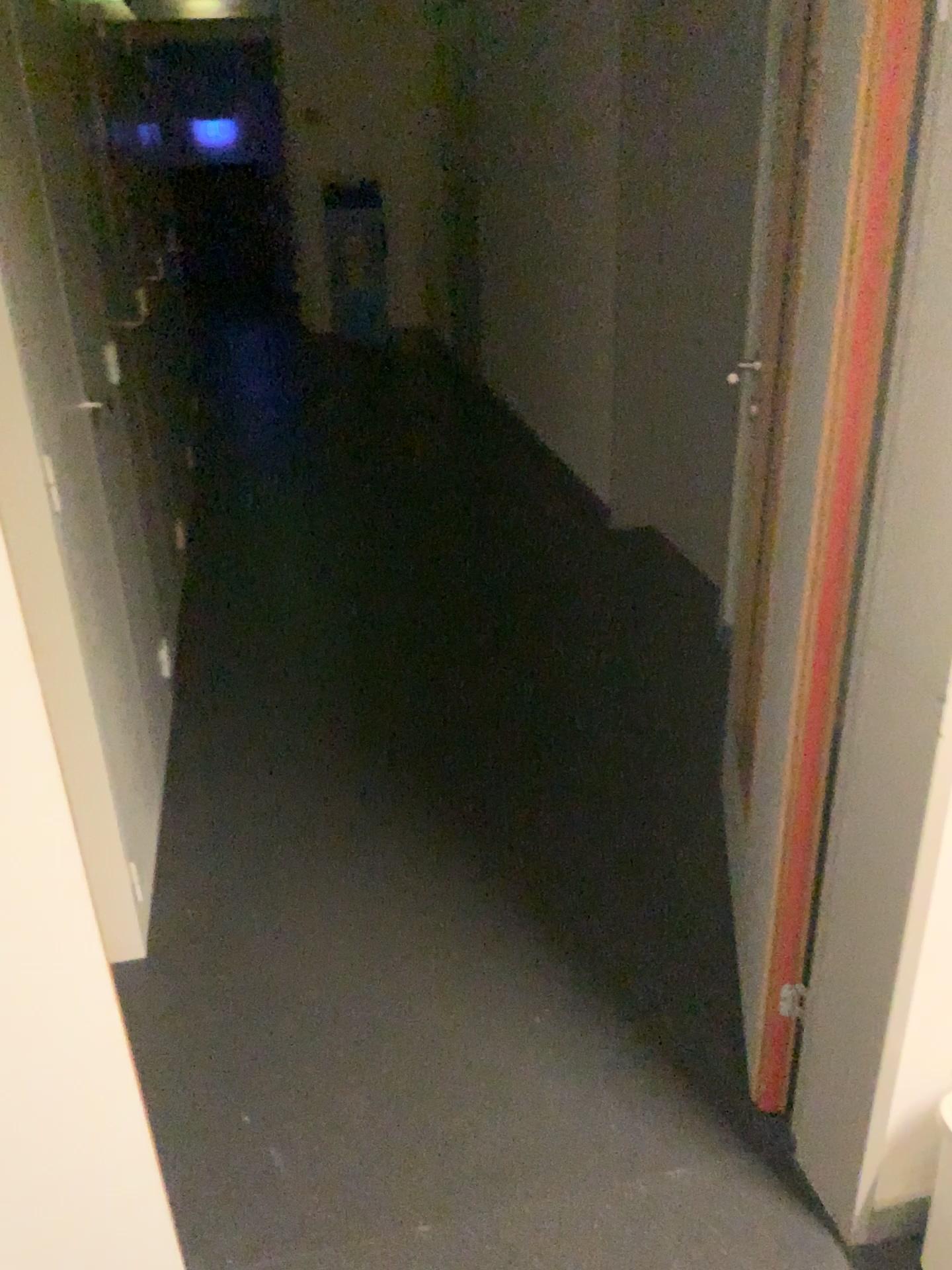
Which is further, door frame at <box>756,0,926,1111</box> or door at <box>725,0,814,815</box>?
door at <box>725,0,814,815</box>

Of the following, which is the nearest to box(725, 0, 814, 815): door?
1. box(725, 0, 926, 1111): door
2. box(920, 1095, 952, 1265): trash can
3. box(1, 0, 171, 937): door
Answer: box(725, 0, 926, 1111): door

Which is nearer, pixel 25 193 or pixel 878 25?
pixel 878 25

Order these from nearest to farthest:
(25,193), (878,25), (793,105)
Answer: (878,25) < (793,105) < (25,193)

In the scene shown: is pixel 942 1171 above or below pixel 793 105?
below

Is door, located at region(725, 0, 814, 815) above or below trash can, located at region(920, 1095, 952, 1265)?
above

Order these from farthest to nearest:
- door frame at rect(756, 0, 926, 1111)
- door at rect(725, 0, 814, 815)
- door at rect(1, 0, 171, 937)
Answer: door at rect(1, 0, 171, 937)
door at rect(725, 0, 814, 815)
door frame at rect(756, 0, 926, 1111)

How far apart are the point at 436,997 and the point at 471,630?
1.6m

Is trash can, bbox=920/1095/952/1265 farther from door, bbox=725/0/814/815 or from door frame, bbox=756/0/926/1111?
door, bbox=725/0/814/815

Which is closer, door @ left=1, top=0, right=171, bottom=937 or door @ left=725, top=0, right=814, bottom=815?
door @ left=725, top=0, right=814, bottom=815
